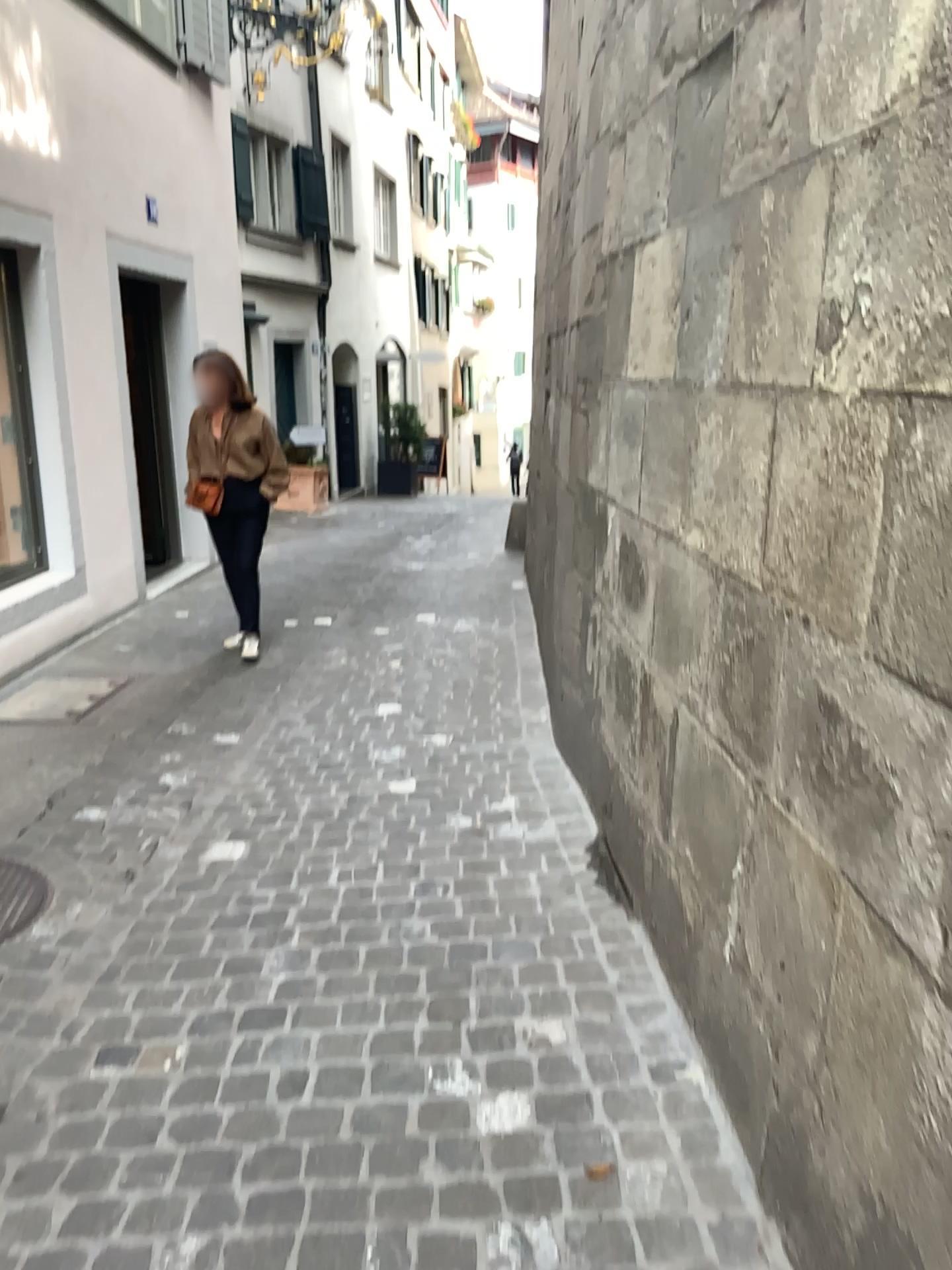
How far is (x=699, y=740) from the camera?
2.27m

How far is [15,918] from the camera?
2.9m

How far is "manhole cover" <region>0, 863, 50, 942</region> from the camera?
2.9 meters
